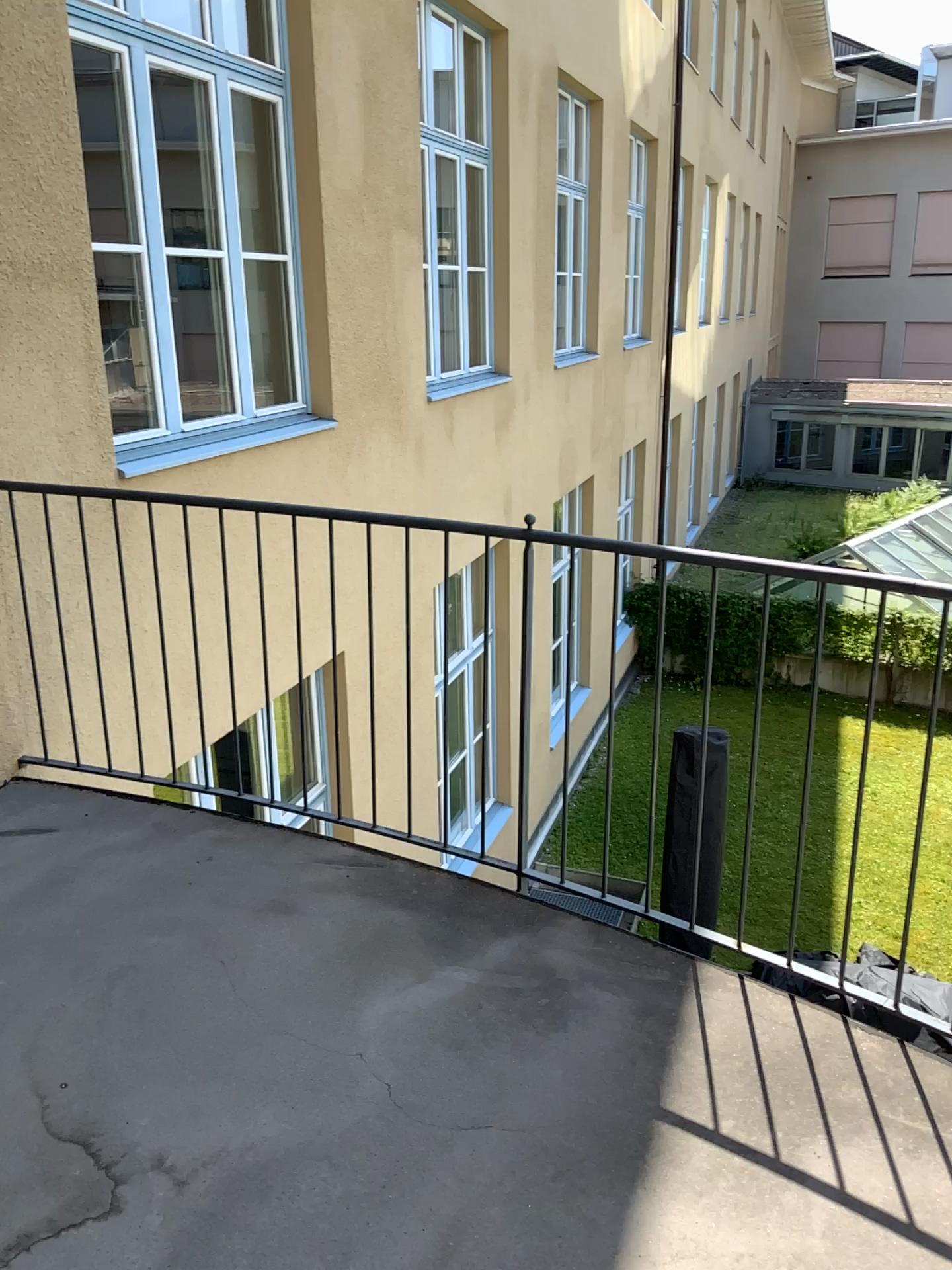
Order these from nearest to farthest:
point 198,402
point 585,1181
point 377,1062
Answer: point 585,1181 < point 377,1062 < point 198,402
